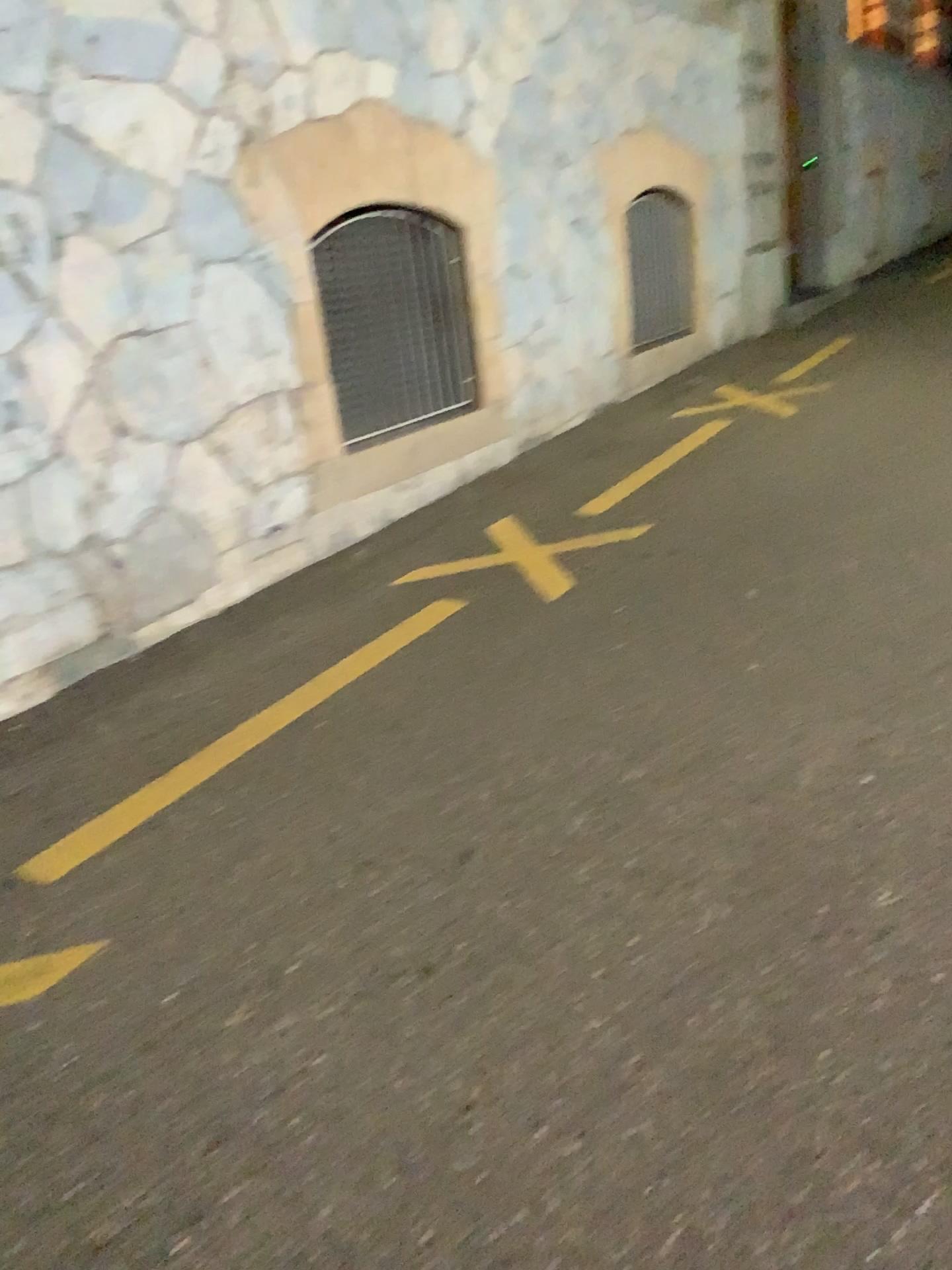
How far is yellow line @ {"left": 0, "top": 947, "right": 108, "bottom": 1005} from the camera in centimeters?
229cm

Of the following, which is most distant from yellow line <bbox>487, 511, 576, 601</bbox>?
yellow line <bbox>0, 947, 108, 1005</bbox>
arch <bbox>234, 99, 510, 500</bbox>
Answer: yellow line <bbox>0, 947, 108, 1005</bbox>

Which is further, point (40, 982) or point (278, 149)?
point (278, 149)

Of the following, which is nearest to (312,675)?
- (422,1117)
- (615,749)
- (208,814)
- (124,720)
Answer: (124,720)

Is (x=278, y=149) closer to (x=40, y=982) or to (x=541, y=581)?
(x=541, y=581)

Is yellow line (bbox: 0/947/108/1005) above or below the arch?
below

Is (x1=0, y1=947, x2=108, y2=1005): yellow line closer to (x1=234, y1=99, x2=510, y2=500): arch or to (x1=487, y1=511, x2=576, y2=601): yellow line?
(x1=487, y1=511, x2=576, y2=601): yellow line

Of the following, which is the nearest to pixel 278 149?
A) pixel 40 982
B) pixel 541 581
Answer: pixel 541 581

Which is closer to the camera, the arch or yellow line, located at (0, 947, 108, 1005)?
yellow line, located at (0, 947, 108, 1005)
